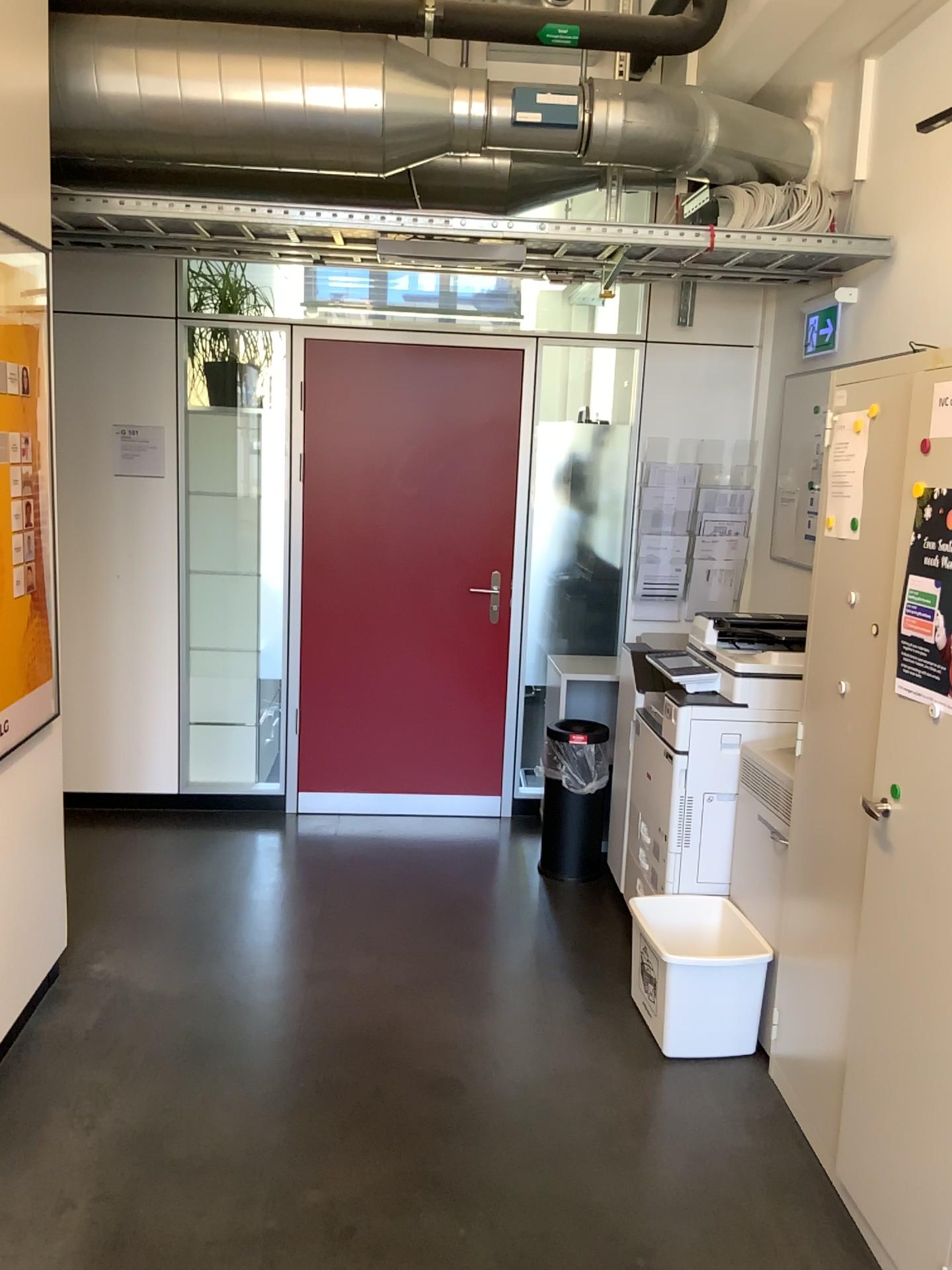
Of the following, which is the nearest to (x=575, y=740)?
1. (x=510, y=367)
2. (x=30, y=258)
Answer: (x=510, y=367)

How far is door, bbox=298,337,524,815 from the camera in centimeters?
457cm

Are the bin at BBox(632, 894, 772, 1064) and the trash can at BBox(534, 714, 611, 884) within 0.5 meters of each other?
no

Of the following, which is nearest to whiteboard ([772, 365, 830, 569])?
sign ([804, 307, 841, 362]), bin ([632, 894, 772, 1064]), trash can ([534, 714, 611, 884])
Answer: sign ([804, 307, 841, 362])

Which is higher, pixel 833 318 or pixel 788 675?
pixel 833 318

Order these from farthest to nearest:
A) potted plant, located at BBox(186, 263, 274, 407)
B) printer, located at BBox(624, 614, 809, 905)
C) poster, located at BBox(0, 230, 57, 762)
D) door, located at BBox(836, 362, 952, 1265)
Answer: potted plant, located at BBox(186, 263, 274, 407)
printer, located at BBox(624, 614, 809, 905)
poster, located at BBox(0, 230, 57, 762)
door, located at BBox(836, 362, 952, 1265)

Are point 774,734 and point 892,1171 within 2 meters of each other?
yes

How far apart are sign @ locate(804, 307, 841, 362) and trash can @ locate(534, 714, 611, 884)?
1.73m

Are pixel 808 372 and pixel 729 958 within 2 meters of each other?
no

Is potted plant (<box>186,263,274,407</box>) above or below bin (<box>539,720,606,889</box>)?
above
